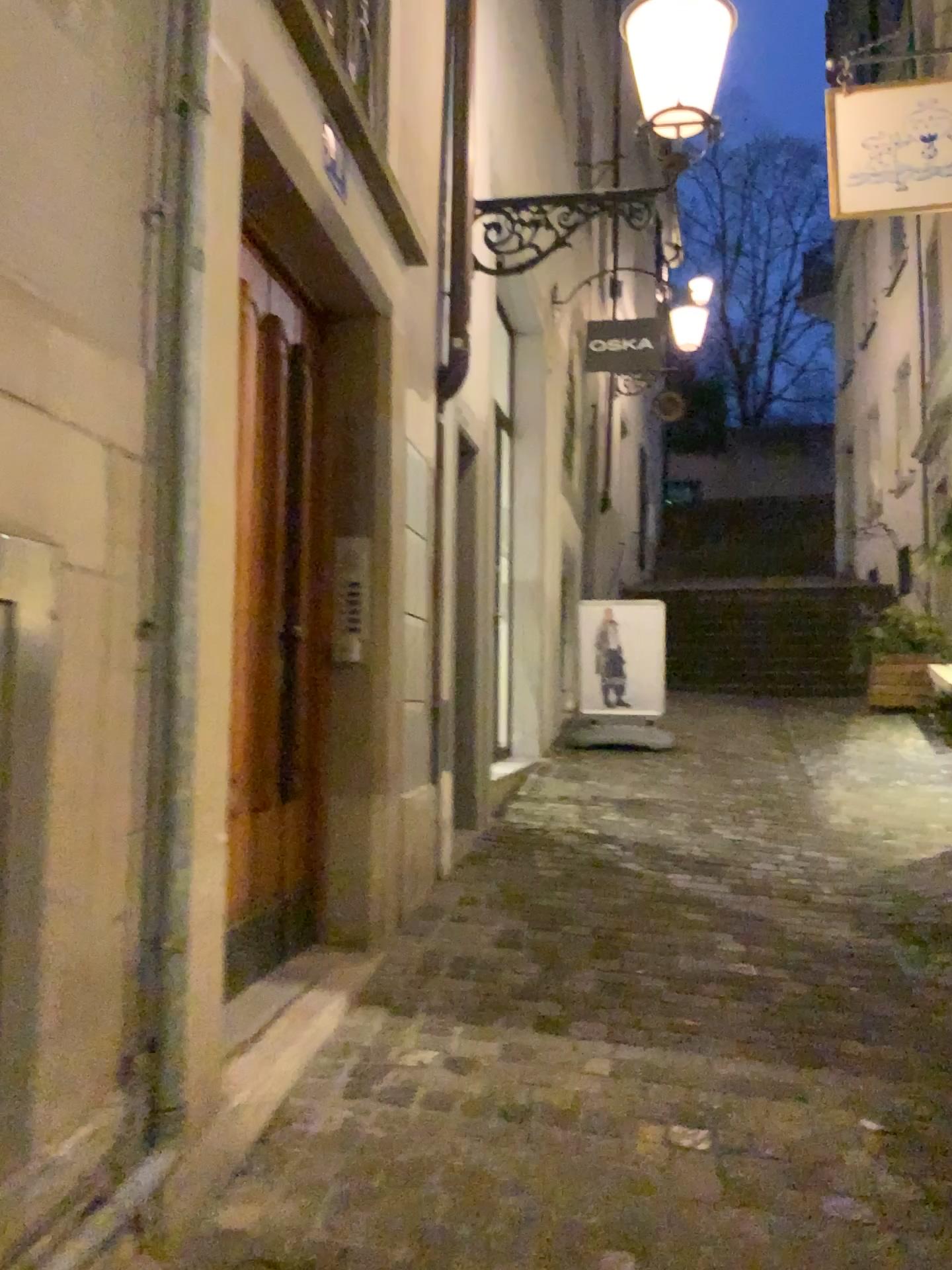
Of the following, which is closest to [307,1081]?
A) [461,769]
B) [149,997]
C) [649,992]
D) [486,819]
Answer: [149,997]
